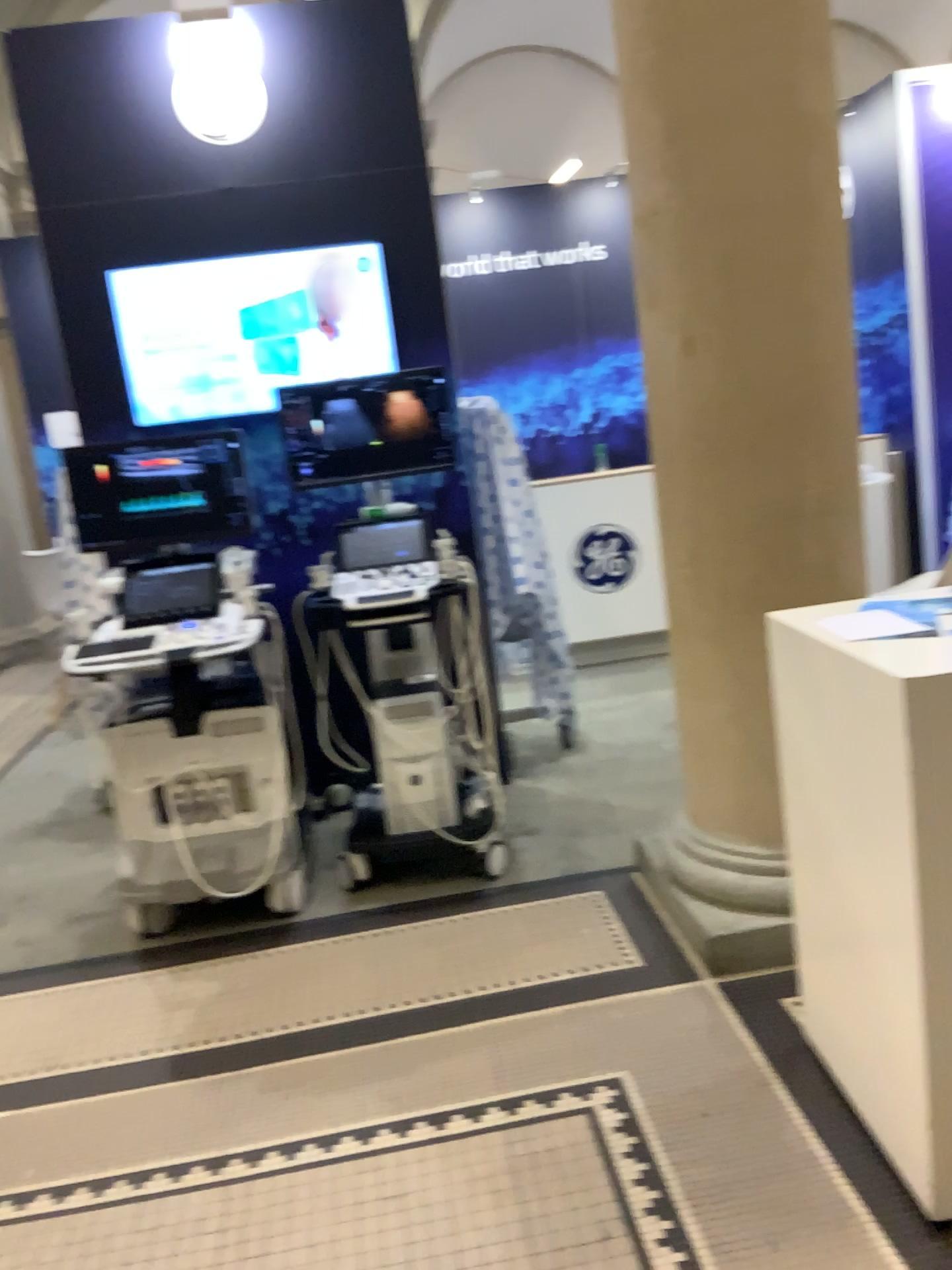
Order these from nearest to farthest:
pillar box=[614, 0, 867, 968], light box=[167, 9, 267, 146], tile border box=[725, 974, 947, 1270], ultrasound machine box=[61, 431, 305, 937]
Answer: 1. tile border box=[725, 974, 947, 1270]
2. pillar box=[614, 0, 867, 968]
3. ultrasound machine box=[61, 431, 305, 937]
4. light box=[167, 9, 267, 146]

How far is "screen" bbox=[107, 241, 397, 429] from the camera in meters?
3.8 m

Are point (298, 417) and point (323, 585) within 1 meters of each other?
yes

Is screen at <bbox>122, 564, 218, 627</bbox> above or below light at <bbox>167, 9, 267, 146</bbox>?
below

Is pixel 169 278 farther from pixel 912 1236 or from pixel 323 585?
pixel 912 1236

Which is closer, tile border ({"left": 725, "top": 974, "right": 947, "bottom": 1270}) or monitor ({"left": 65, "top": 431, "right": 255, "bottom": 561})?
tile border ({"left": 725, "top": 974, "right": 947, "bottom": 1270})

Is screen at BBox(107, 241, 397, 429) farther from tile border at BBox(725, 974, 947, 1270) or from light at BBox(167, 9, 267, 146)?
tile border at BBox(725, 974, 947, 1270)

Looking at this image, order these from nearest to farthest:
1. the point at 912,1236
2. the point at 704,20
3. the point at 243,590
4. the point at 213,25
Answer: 1. the point at 912,1236
2. the point at 704,20
3. the point at 243,590
4. the point at 213,25

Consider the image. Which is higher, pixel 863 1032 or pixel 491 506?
pixel 491 506

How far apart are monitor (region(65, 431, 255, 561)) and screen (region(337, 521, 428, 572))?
0.3m
